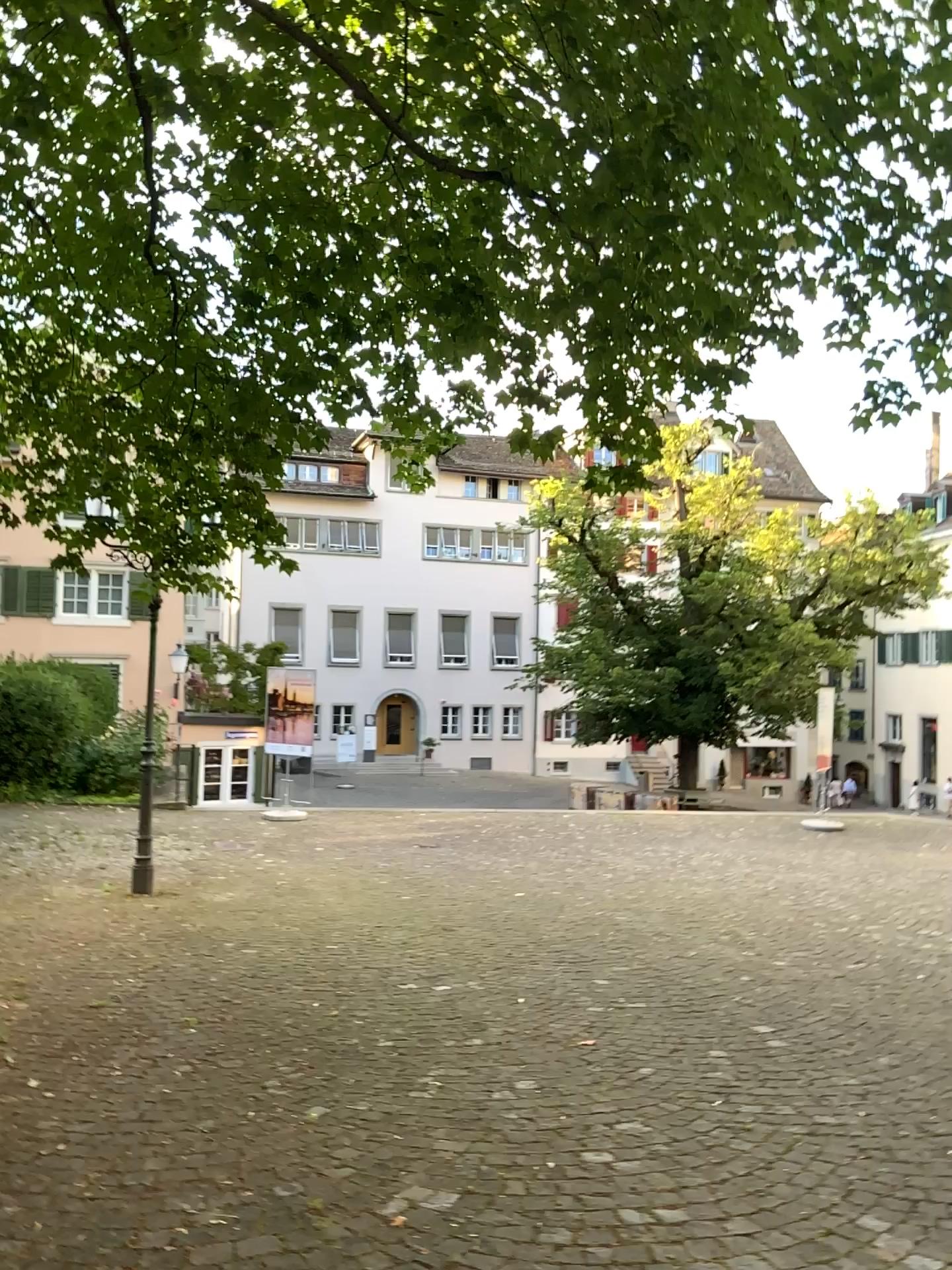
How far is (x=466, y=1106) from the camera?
3.8 meters
